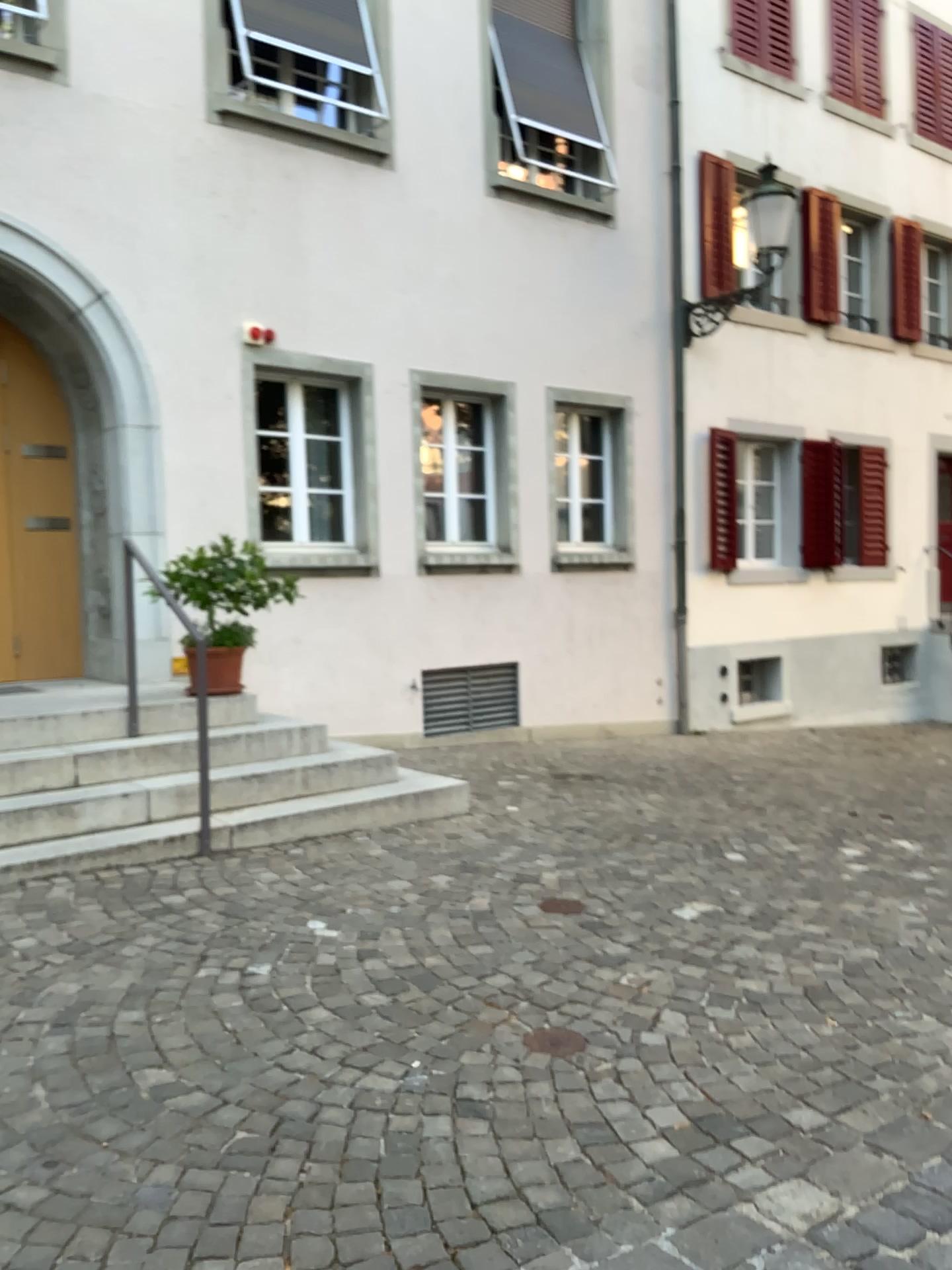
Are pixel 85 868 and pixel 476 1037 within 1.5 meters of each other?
no
